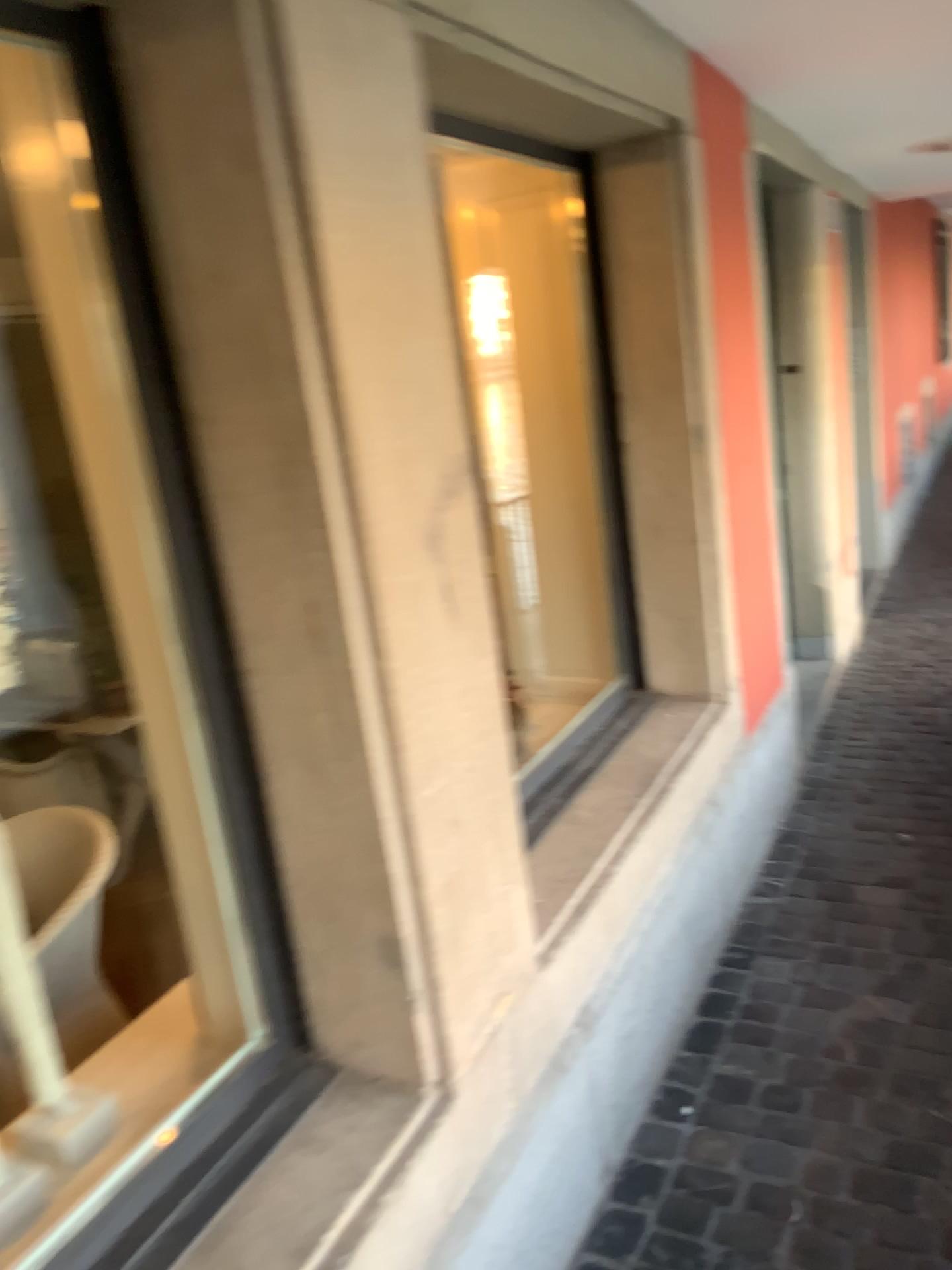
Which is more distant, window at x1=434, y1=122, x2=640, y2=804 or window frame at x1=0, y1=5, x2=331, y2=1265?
window at x1=434, y1=122, x2=640, y2=804

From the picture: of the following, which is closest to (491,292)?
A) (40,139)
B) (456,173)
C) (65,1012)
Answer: (456,173)

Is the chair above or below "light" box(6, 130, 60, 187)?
below

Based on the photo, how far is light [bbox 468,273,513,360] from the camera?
2.8m

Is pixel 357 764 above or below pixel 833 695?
above

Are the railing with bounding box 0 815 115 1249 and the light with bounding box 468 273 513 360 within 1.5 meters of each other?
no

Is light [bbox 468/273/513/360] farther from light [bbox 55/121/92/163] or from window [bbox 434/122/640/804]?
light [bbox 55/121/92/163]

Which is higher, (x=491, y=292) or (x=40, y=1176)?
(x=491, y=292)

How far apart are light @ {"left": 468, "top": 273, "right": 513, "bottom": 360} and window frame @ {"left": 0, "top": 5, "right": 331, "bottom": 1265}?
1.66m

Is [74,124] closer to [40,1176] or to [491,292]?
[40,1176]
